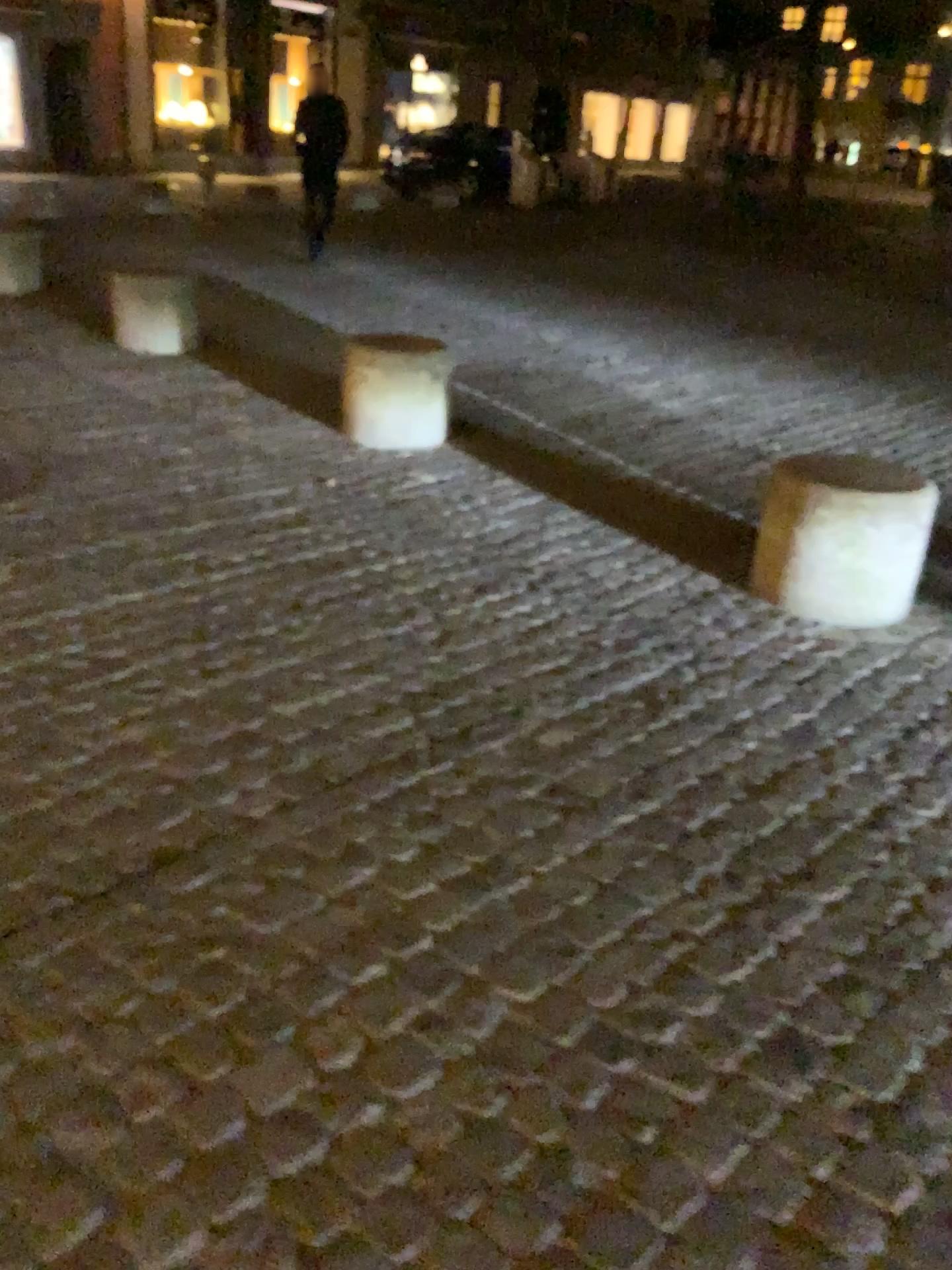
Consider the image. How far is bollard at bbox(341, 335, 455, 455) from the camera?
4.75m

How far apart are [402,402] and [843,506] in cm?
217

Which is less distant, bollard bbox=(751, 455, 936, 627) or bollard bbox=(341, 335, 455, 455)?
bollard bbox=(751, 455, 936, 627)

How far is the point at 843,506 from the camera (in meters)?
3.26

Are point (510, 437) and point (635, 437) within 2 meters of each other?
yes

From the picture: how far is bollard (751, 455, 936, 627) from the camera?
3.3 meters

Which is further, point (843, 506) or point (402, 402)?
point (402, 402)

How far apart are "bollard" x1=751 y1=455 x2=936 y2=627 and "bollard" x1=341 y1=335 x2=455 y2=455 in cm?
181
